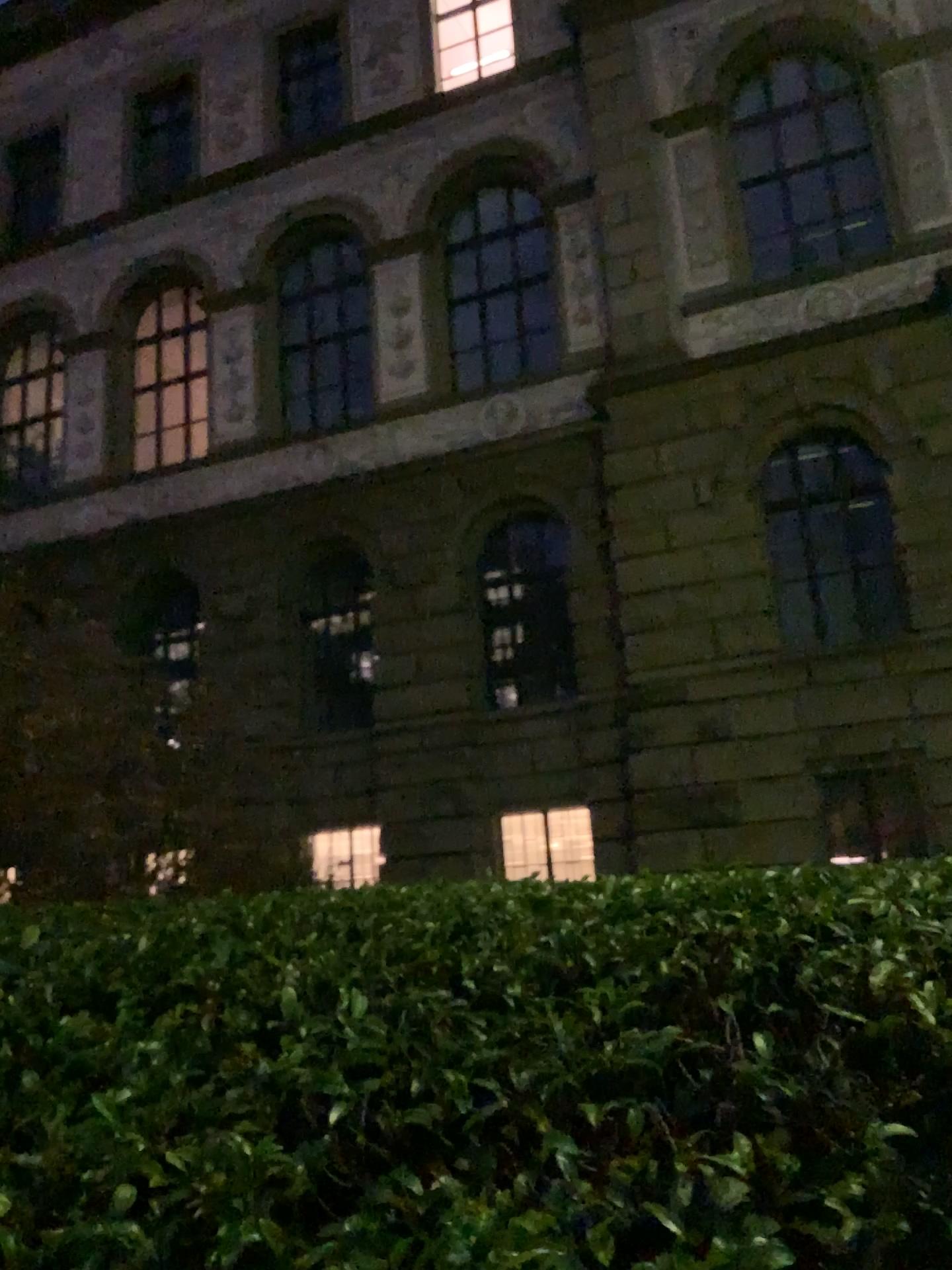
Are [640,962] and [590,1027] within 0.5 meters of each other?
yes
